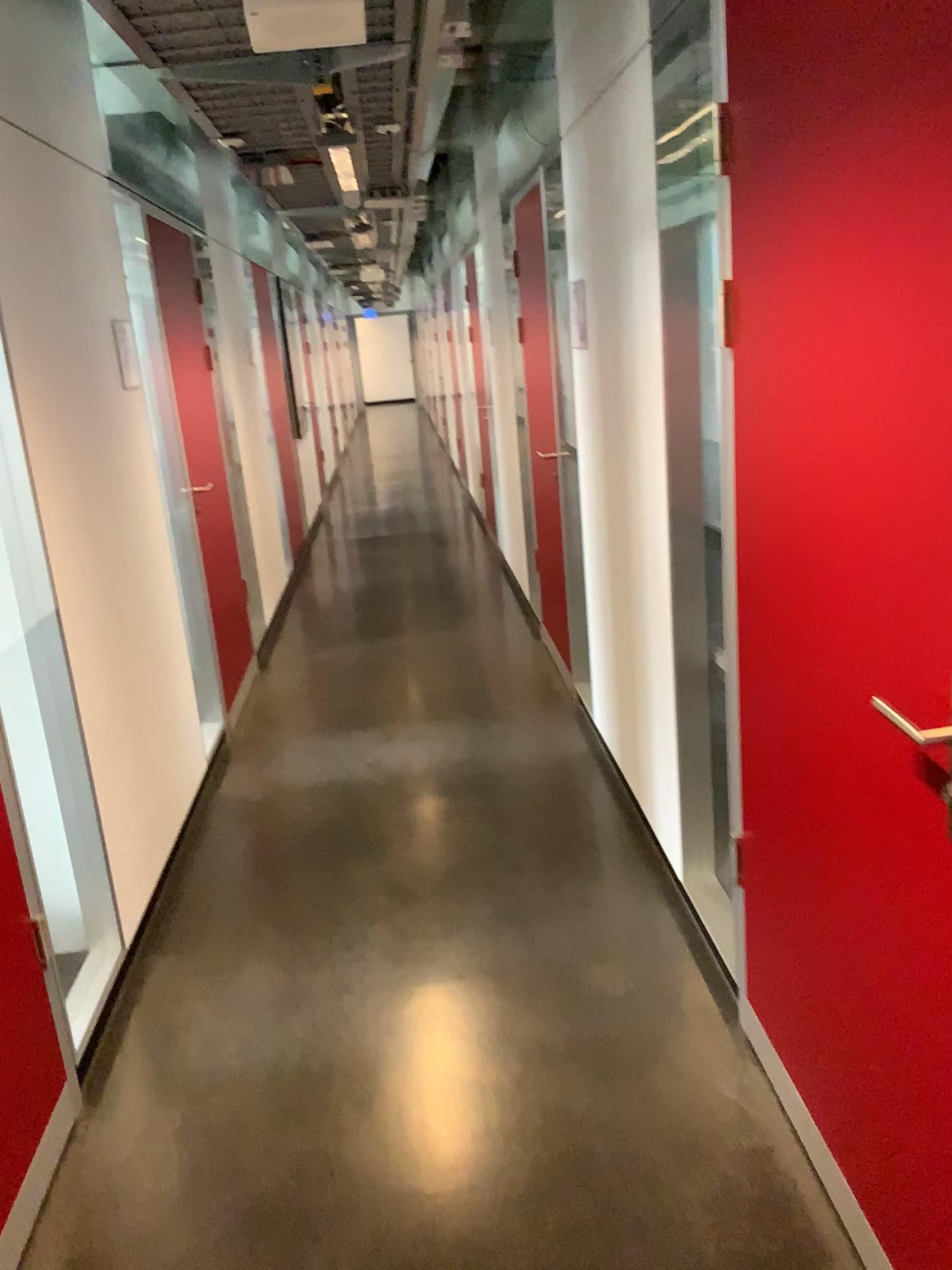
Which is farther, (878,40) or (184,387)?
(184,387)

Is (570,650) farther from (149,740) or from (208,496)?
(149,740)

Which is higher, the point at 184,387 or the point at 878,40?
the point at 878,40

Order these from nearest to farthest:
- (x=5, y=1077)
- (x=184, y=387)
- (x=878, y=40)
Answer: (x=878, y=40) → (x=5, y=1077) → (x=184, y=387)

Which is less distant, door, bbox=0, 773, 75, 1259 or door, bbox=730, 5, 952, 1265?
door, bbox=730, 5, 952, 1265

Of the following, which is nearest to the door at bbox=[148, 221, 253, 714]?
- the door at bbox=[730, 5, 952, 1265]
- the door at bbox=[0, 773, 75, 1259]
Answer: the door at bbox=[0, 773, 75, 1259]

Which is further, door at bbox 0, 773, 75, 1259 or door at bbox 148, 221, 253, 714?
door at bbox 148, 221, 253, 714

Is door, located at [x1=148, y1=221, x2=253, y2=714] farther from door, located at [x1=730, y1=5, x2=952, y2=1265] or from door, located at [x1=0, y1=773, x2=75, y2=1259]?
door, located at [x1=730, y1=5, x2=952, y2=1265]

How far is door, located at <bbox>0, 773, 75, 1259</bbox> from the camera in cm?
194

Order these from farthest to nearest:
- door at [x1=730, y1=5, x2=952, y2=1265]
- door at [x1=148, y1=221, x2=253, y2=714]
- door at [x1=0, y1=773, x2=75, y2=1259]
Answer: door at [x1=148, y1=221, x2=253, y2=714] → door at [x1=0, y1=773, x2=75, y2=1259] → door at [x1=730, y1=5, x2=952, y2=1265]
